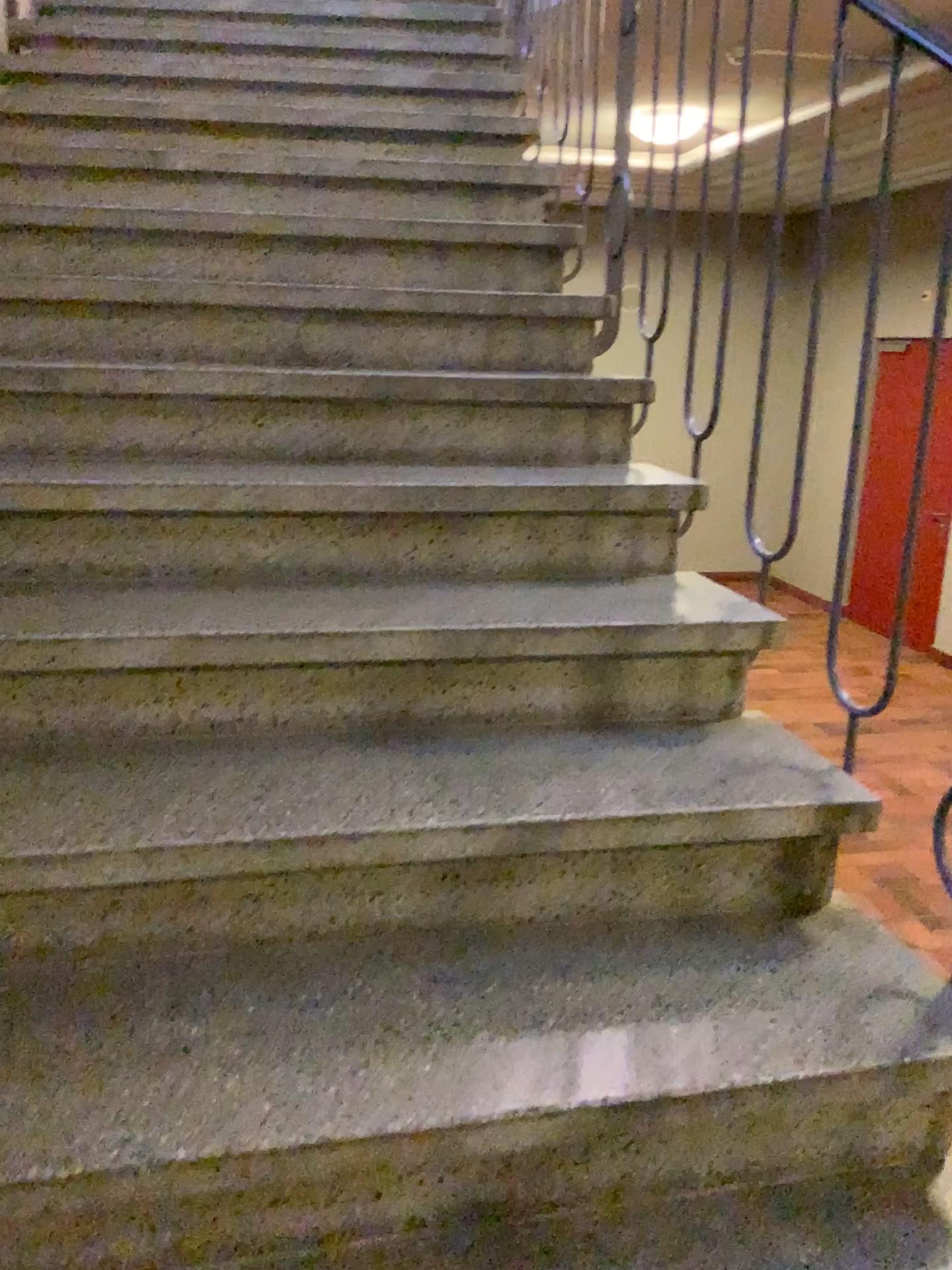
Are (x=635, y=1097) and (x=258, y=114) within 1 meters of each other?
no
